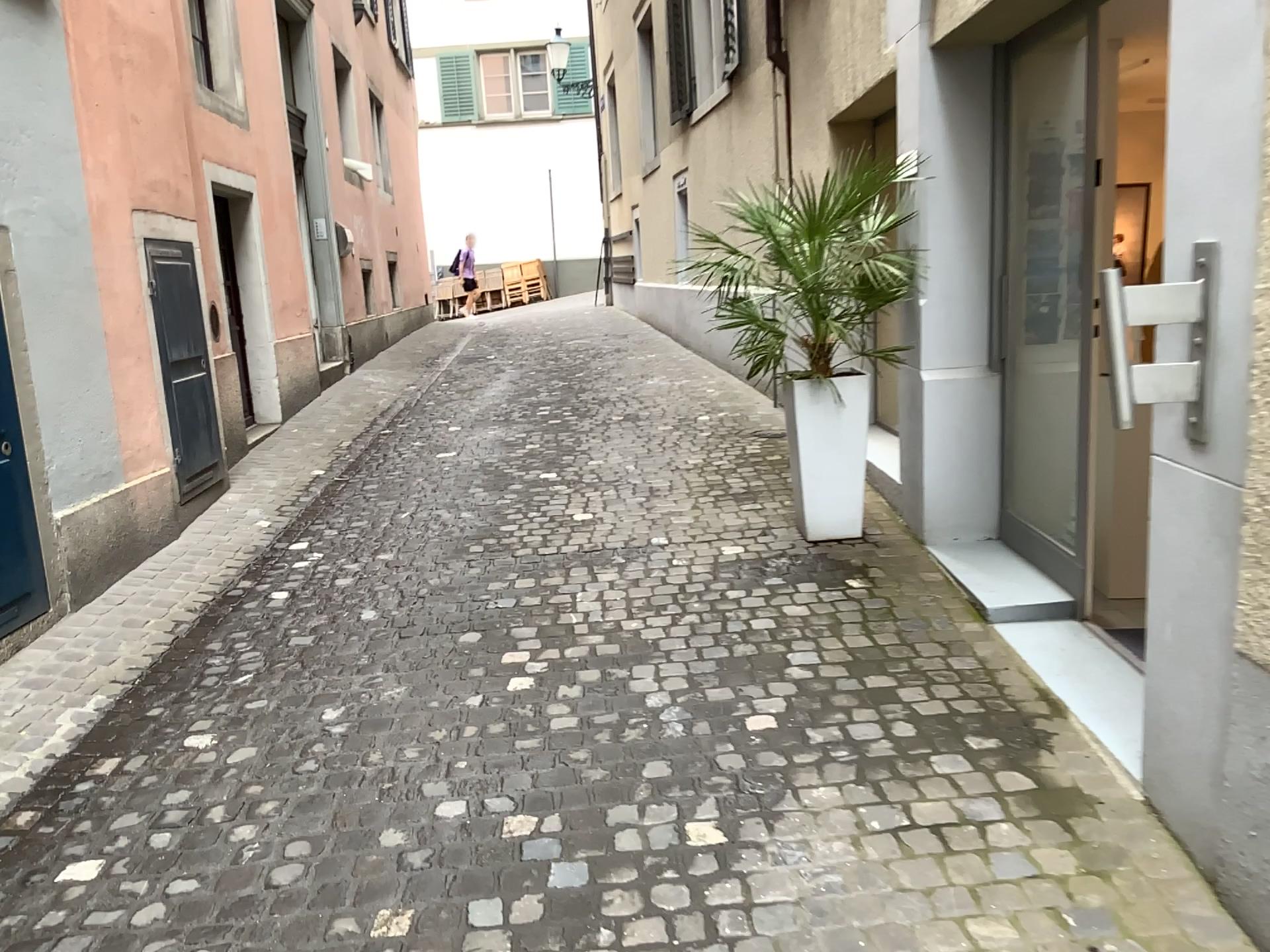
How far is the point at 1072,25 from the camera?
4.0m

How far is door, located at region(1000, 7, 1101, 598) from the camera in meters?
4.0

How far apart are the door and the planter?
0.6 meters

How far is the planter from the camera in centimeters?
437cm

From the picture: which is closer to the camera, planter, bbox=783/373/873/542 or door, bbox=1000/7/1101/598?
door, bbox=1000/7/1101/598

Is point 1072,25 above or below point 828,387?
above

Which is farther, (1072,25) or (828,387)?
(828,387)

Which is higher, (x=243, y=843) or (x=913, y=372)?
(x=913, y=372)
